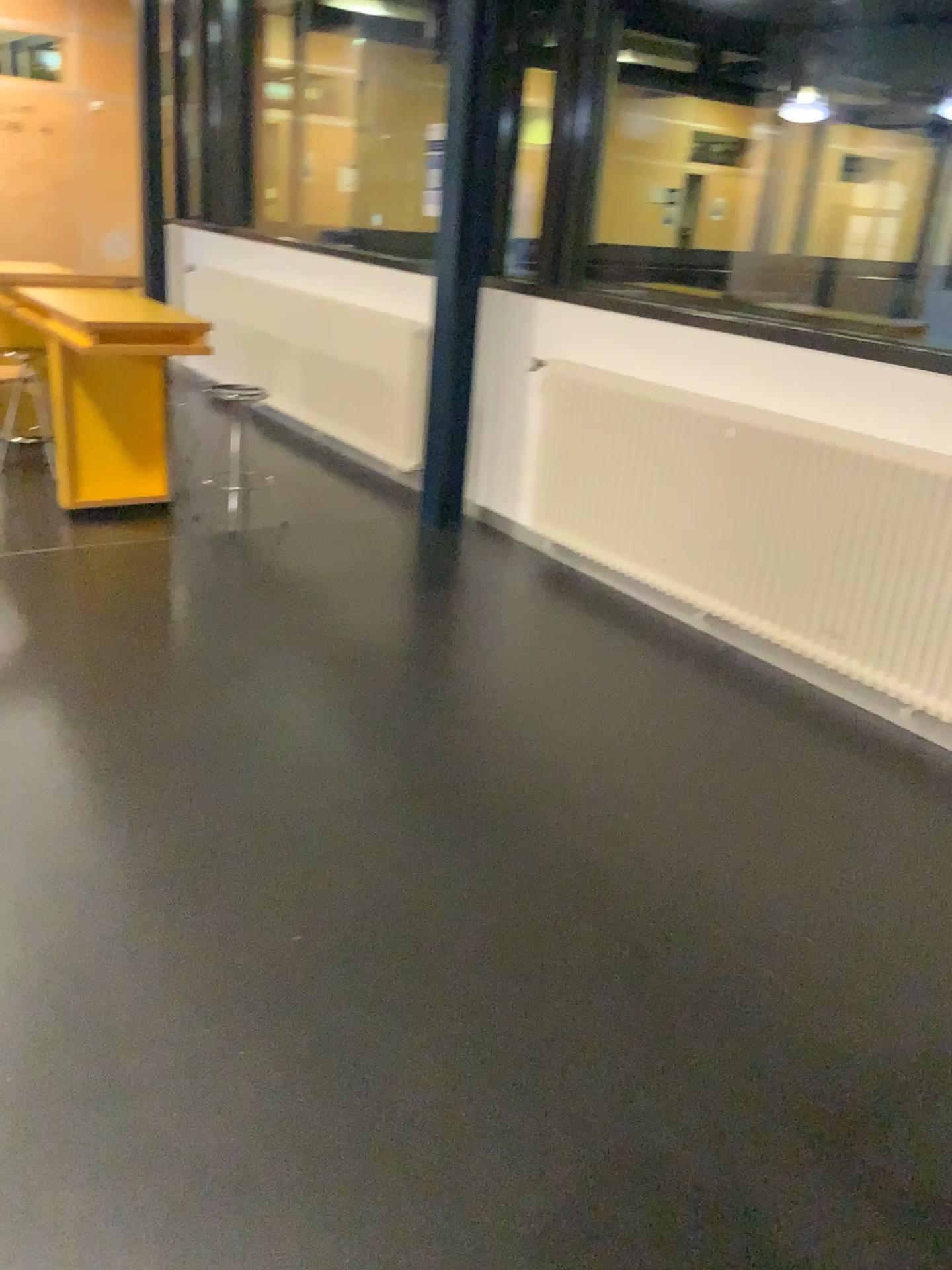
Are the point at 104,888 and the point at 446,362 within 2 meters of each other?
no
